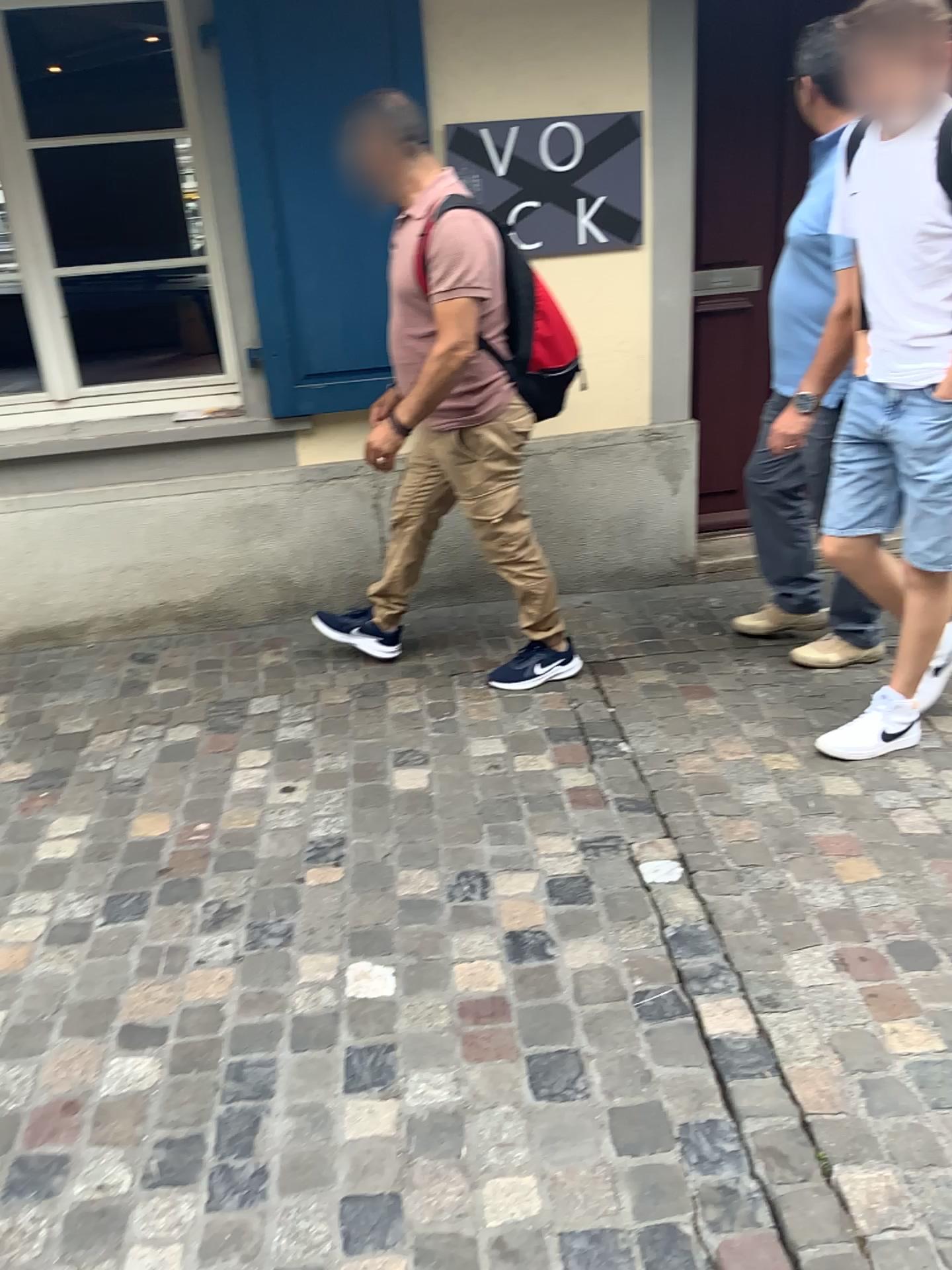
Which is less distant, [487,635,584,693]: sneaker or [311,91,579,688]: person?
[311,91,579,688]: person

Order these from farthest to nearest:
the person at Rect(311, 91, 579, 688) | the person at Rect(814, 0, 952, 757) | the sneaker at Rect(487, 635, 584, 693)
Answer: the sneaker at Rect(487, 635, 584, 693), the person at Rect(311, 91, 579, 688), the person at Rect(814, 0, 952, 757)

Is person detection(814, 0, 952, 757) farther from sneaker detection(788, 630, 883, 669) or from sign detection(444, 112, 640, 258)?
sign detection(444, 112, 640, 258)

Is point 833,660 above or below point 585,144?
below

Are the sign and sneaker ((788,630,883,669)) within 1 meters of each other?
no

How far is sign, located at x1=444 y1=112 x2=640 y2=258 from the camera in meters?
3.2 m

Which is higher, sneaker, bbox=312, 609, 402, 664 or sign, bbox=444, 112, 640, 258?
sign, bbox=444, 112, 640, 258

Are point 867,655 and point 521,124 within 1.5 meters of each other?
no

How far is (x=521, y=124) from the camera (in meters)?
3.16

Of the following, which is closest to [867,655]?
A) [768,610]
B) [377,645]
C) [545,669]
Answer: [768,610]
